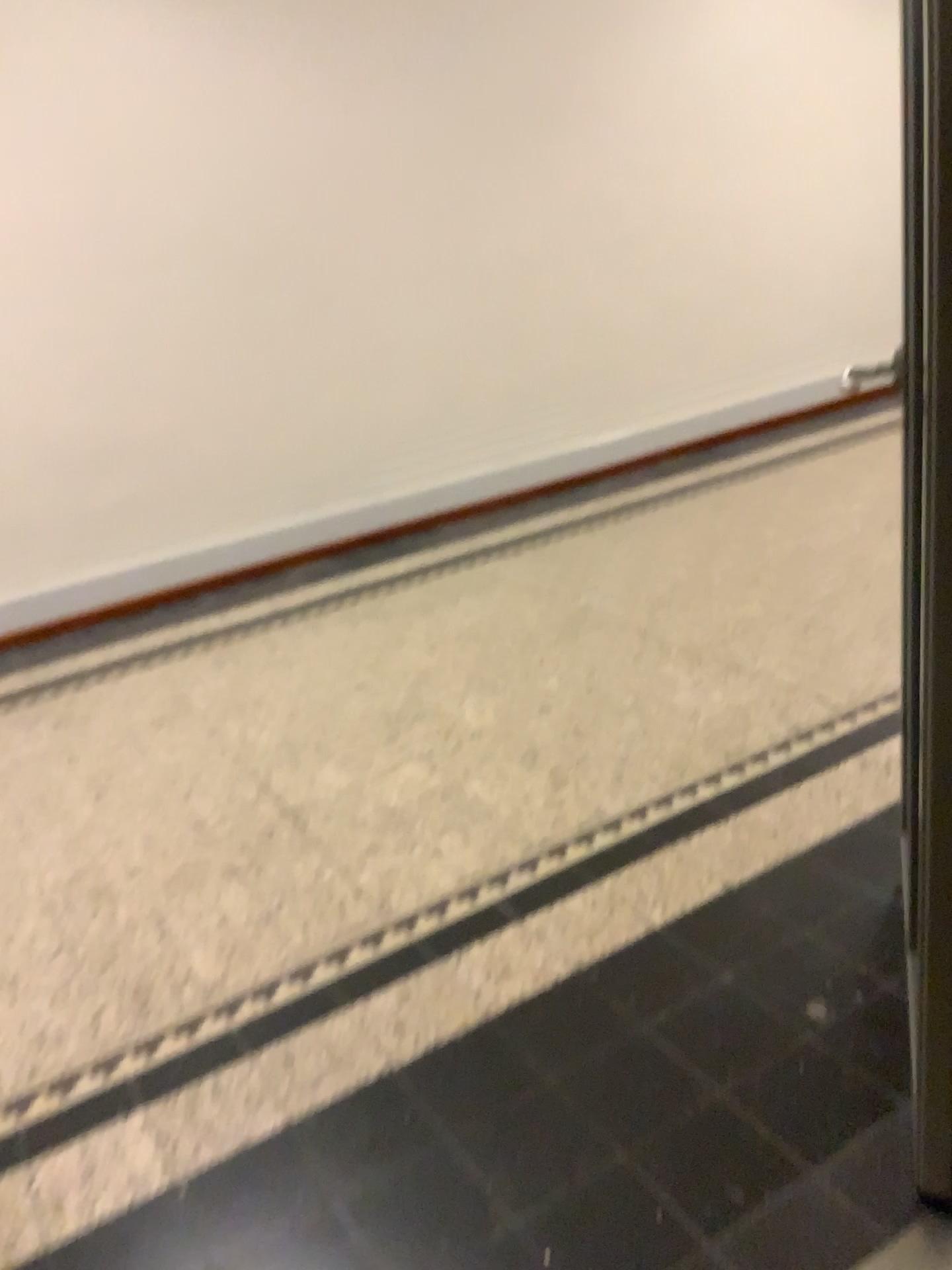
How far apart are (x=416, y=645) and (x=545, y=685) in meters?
0.7
